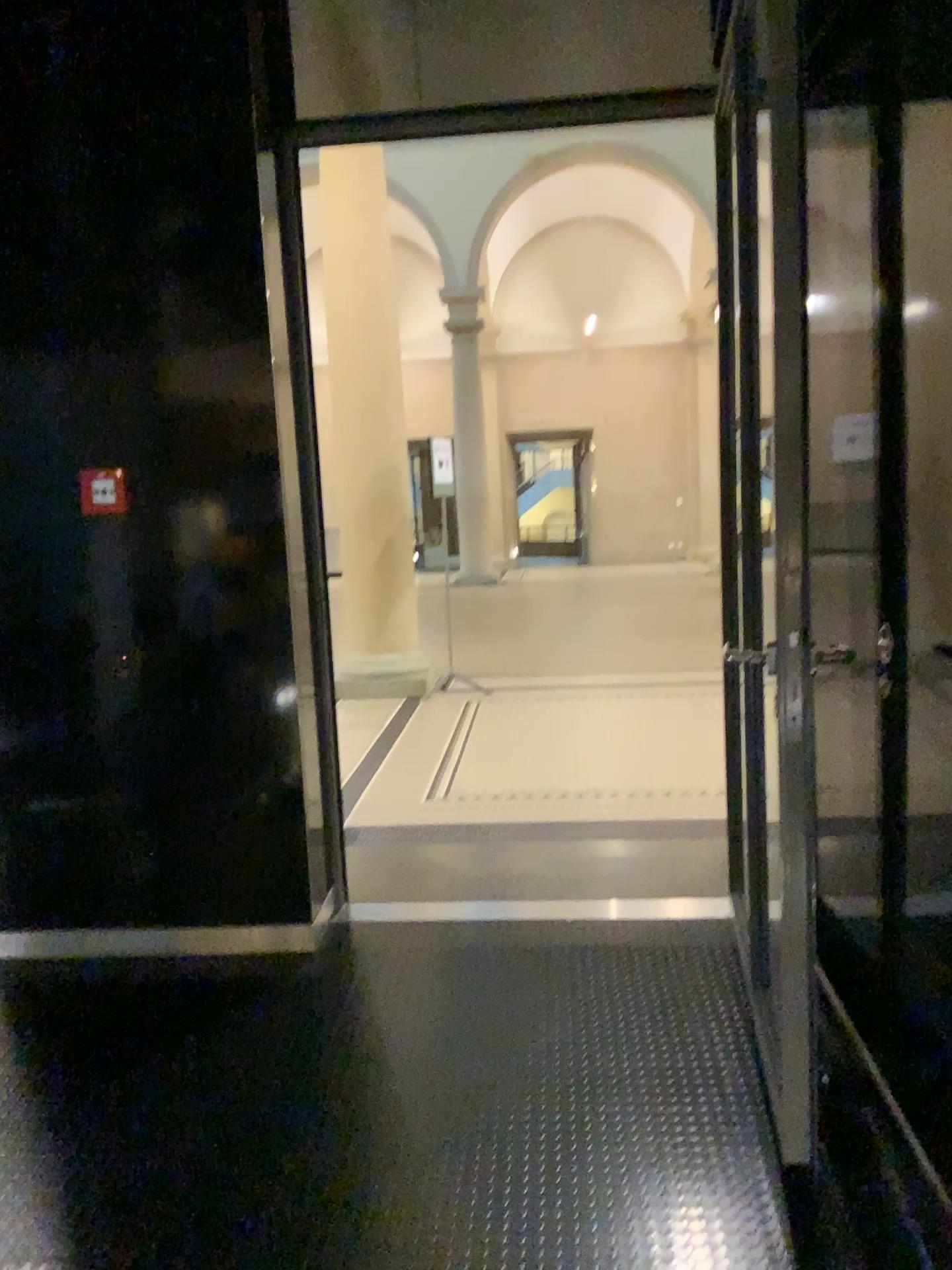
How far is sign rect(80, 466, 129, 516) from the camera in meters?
3.2

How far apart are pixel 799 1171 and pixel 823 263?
2.1 meters

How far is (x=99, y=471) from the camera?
3.2m
